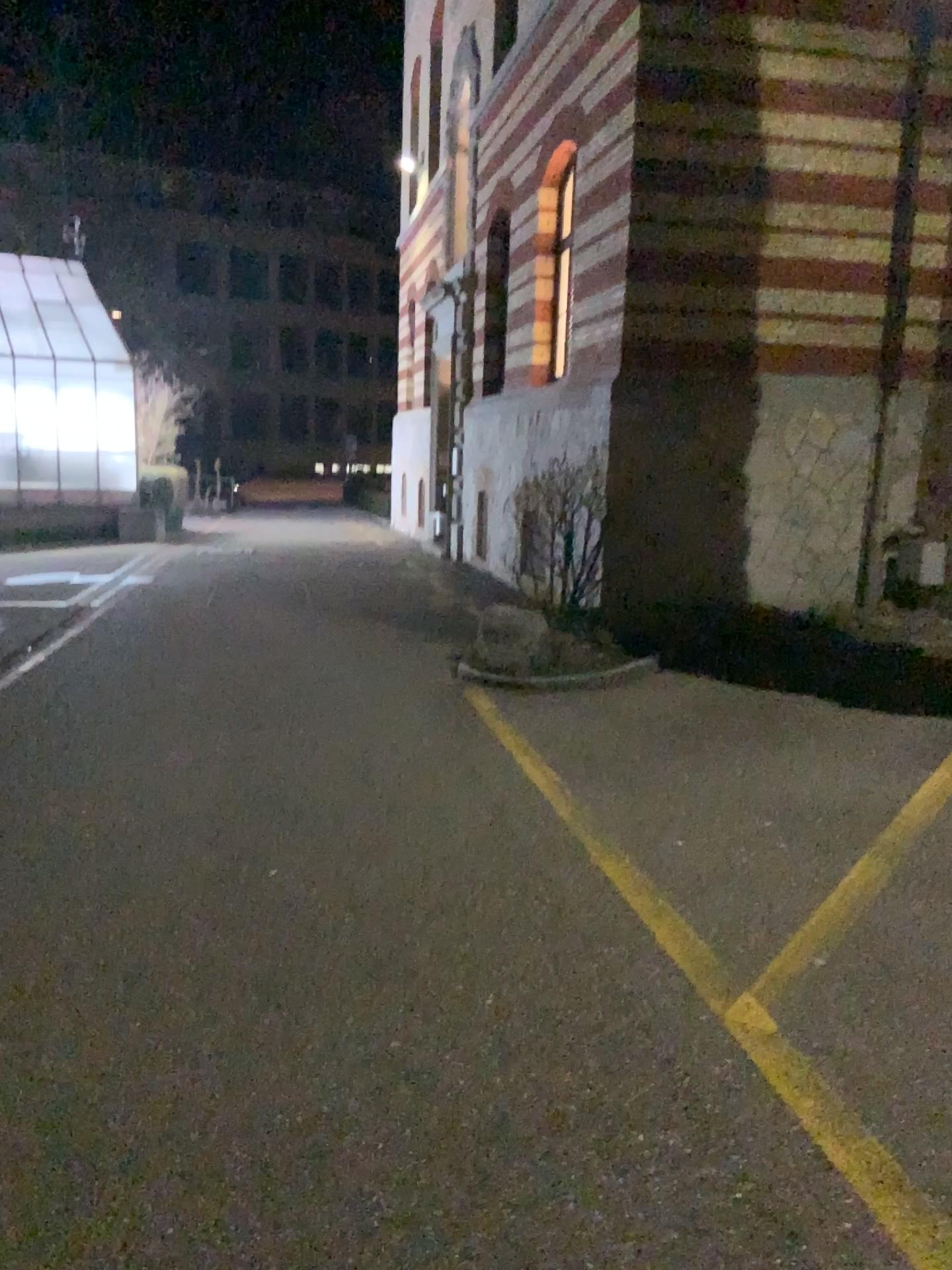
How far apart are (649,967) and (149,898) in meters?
1.8 m
